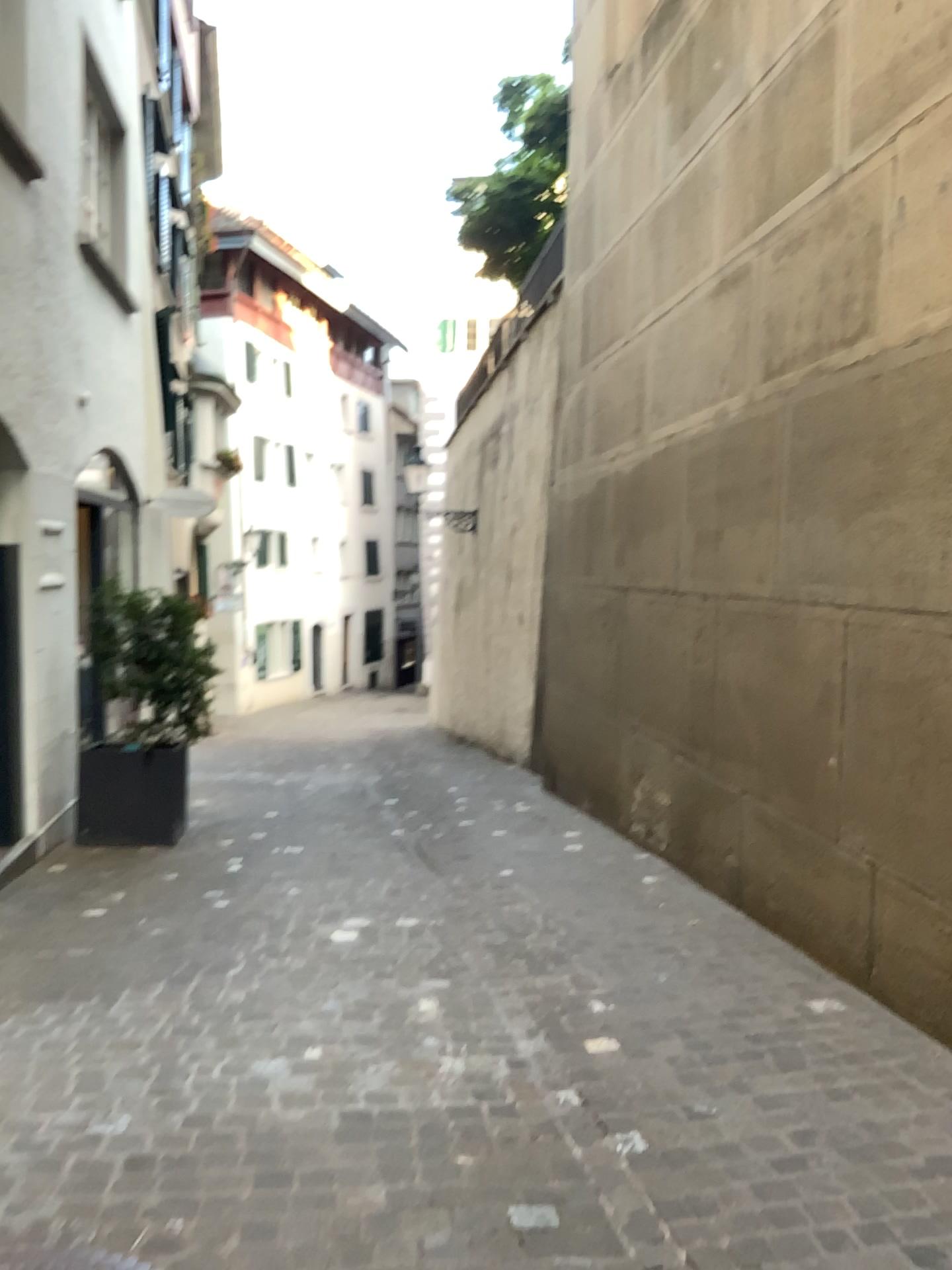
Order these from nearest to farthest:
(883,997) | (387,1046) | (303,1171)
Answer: (303,1171) < (387,1046) < (883,997)
